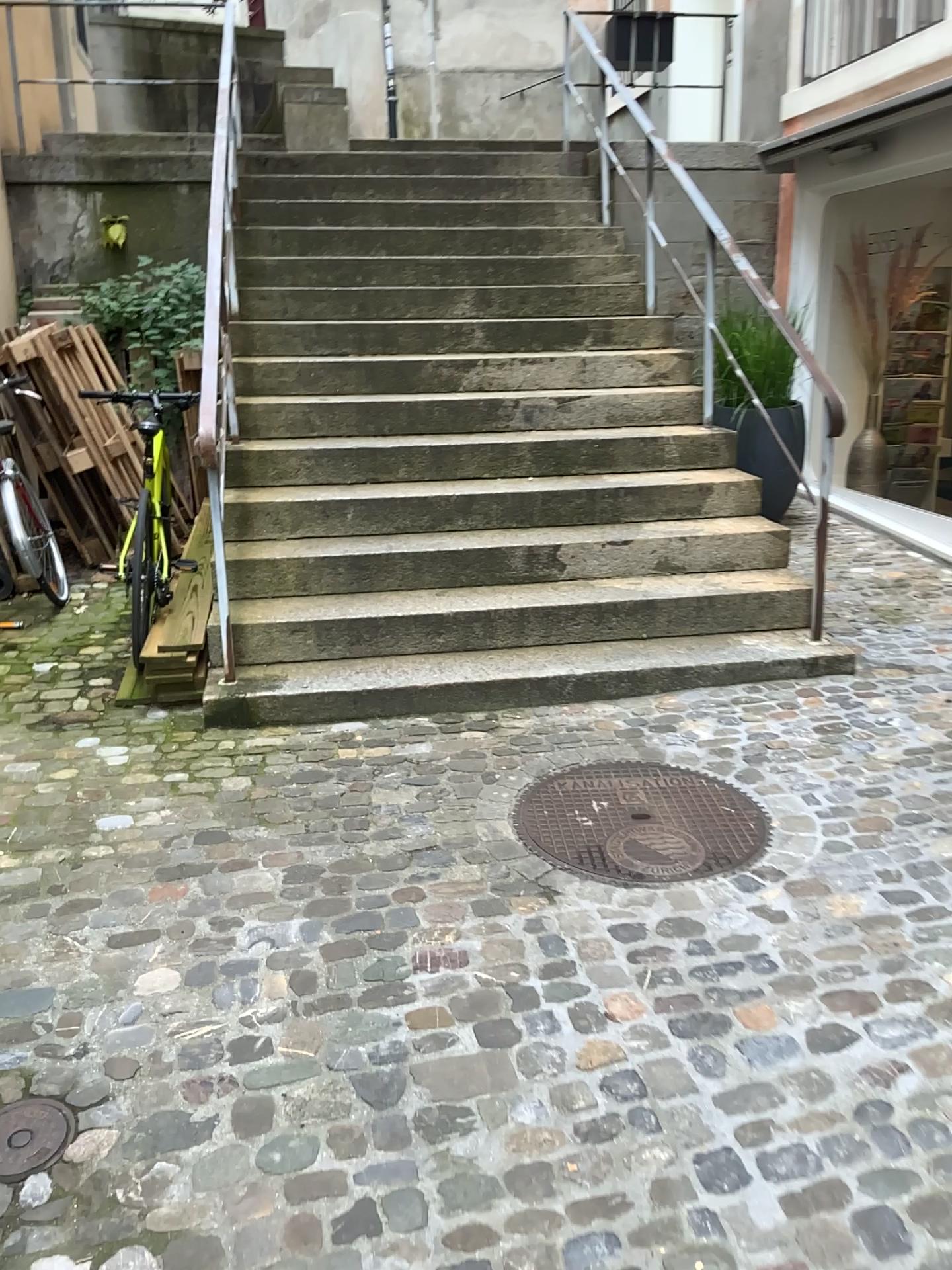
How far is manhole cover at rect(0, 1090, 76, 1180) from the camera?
1.9 meters

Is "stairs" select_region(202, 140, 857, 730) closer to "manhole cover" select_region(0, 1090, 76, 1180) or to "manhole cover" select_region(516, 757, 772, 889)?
"manhole cover" select_region(516, 757, 772, 889)

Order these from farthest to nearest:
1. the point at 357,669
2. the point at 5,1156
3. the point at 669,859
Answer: the point at 357,669, the point at 669,859, the point at 5,1156

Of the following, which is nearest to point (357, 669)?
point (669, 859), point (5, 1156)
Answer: point (669, 859)

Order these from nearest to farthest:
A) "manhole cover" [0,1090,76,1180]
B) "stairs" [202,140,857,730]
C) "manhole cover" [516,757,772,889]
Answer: "manhole cover" [0,1090,76,1180] < "manhole cover" [516,757,772,889] < "stairs" [202,140,857,730]

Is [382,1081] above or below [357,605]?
below

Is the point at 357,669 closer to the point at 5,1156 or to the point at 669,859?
the point at 669,859

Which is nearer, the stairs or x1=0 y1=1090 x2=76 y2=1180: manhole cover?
x1=0 y1=1090 x2=76 y2=1180: manhole cover

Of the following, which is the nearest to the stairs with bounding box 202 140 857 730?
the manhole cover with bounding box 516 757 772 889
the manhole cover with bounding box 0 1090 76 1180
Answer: the manhole cover with bounding box 516 757 772 889
